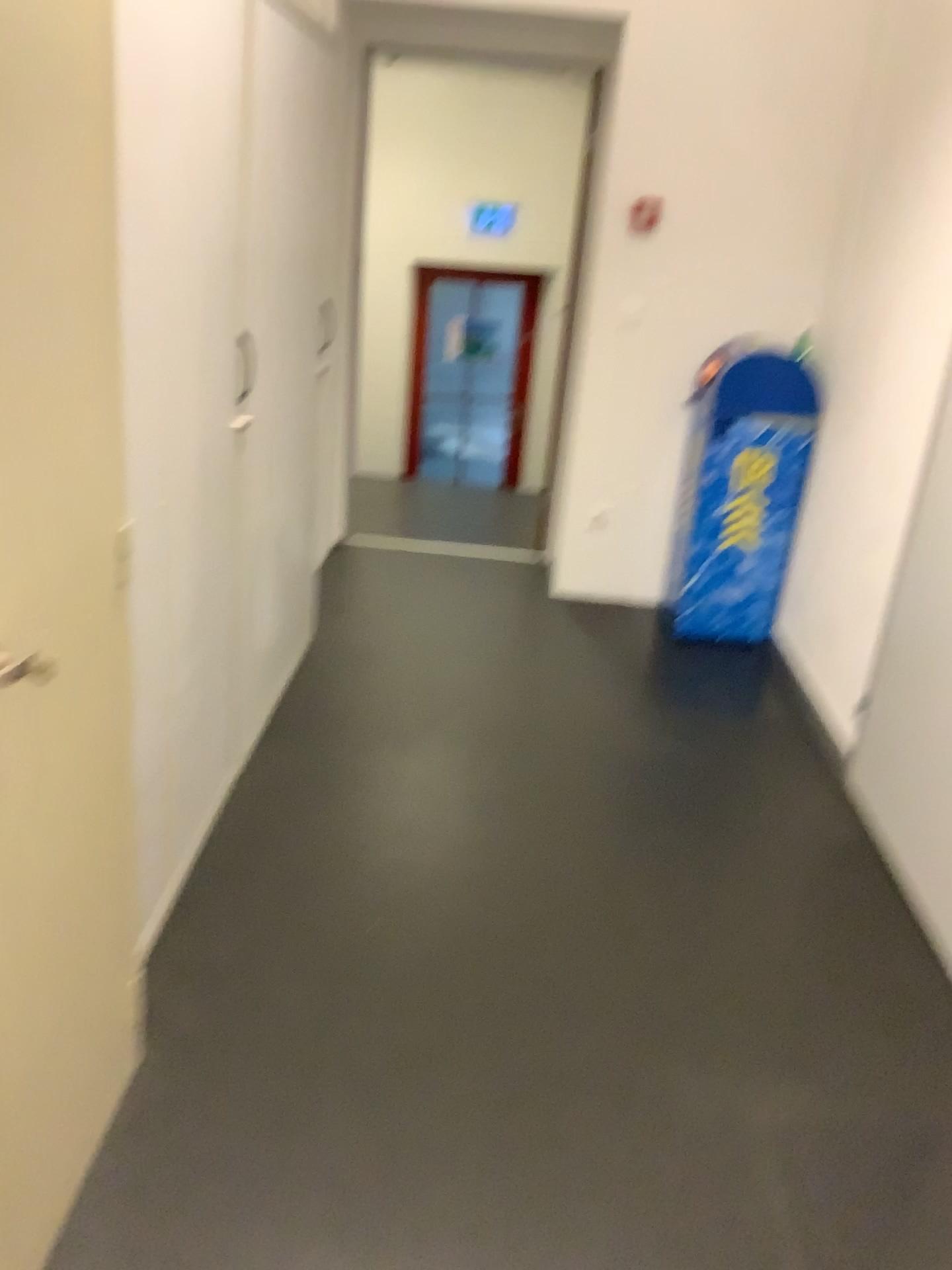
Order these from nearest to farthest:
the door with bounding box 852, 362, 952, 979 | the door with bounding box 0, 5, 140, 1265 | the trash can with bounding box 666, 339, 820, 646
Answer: the door with bounding box 0, 5, 140, 1265 < the door with bounding box 852, 362, 952, 979 < the trash can with bounding box 666, 339, 820, 646

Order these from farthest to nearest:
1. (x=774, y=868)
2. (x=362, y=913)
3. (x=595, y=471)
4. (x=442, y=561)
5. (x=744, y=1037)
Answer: (x=442, y=561) → (x=595, y=471) → (x=774, y=868) → (x=362, y=913) → (x=744, y=1037)

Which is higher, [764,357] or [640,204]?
[640,204]

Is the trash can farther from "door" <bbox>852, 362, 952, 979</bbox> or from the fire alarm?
"door" <bbox>852, 362, 952, 979</bbox>

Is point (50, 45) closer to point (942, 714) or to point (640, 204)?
point (942, 714)

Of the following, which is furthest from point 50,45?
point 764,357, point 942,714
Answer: point 764,357

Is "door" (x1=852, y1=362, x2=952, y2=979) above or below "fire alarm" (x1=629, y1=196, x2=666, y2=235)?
below

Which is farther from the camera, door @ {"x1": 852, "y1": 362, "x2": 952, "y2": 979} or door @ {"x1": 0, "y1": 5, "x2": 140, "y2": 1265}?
door @ {"x1": 852, "y1": 362, "x2": 952, "y2": 979}

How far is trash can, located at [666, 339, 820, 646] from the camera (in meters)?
3.75

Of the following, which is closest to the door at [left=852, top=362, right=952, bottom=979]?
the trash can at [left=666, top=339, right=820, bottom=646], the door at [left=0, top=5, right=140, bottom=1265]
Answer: the trash can at [left=666, top=339, right=820, bottom=646]
